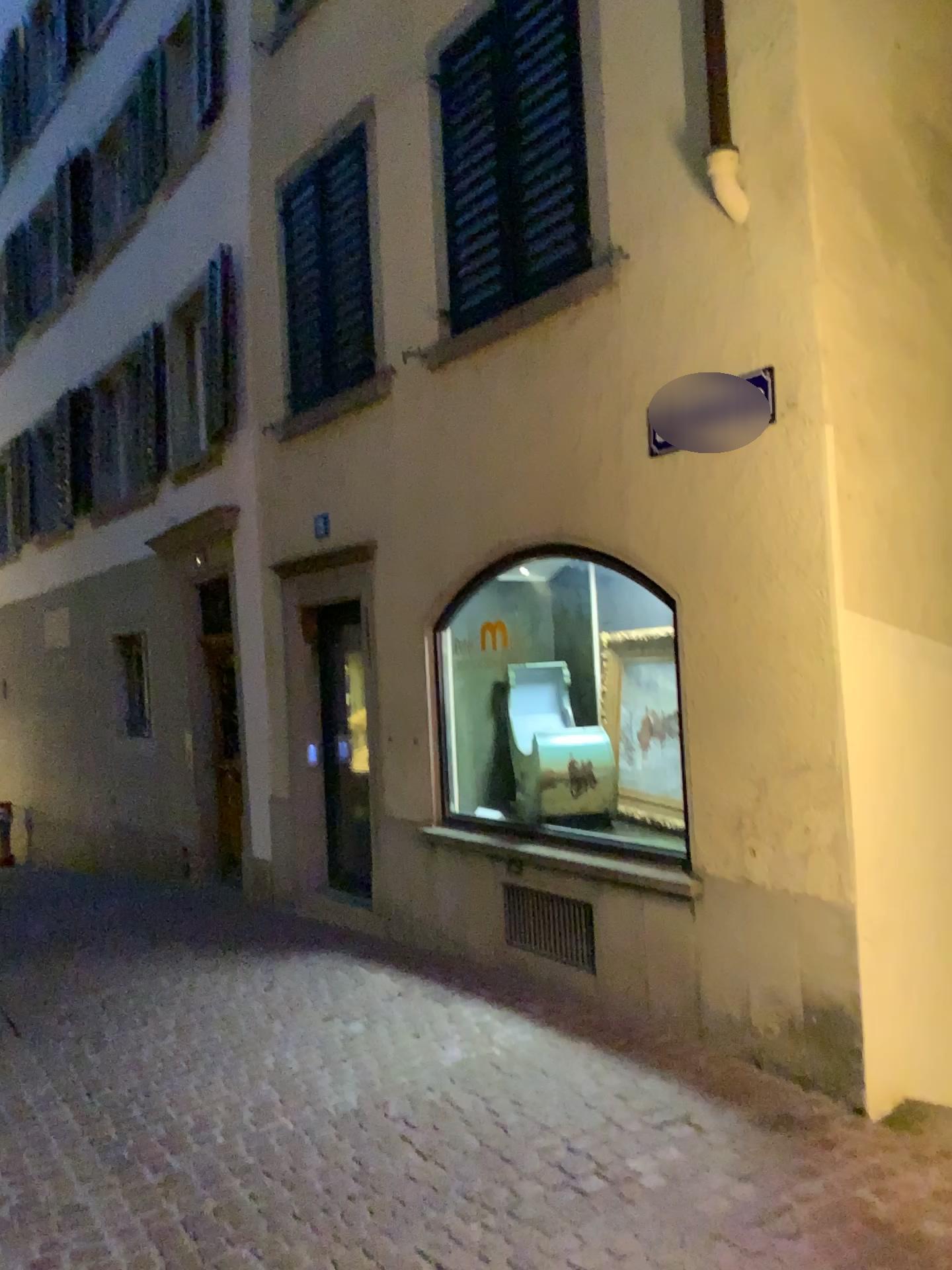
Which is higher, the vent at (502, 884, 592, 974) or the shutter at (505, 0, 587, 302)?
the shutter at (505, 0, 587, 302)

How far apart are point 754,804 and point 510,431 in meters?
2.2 m

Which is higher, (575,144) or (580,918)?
(575,144)
